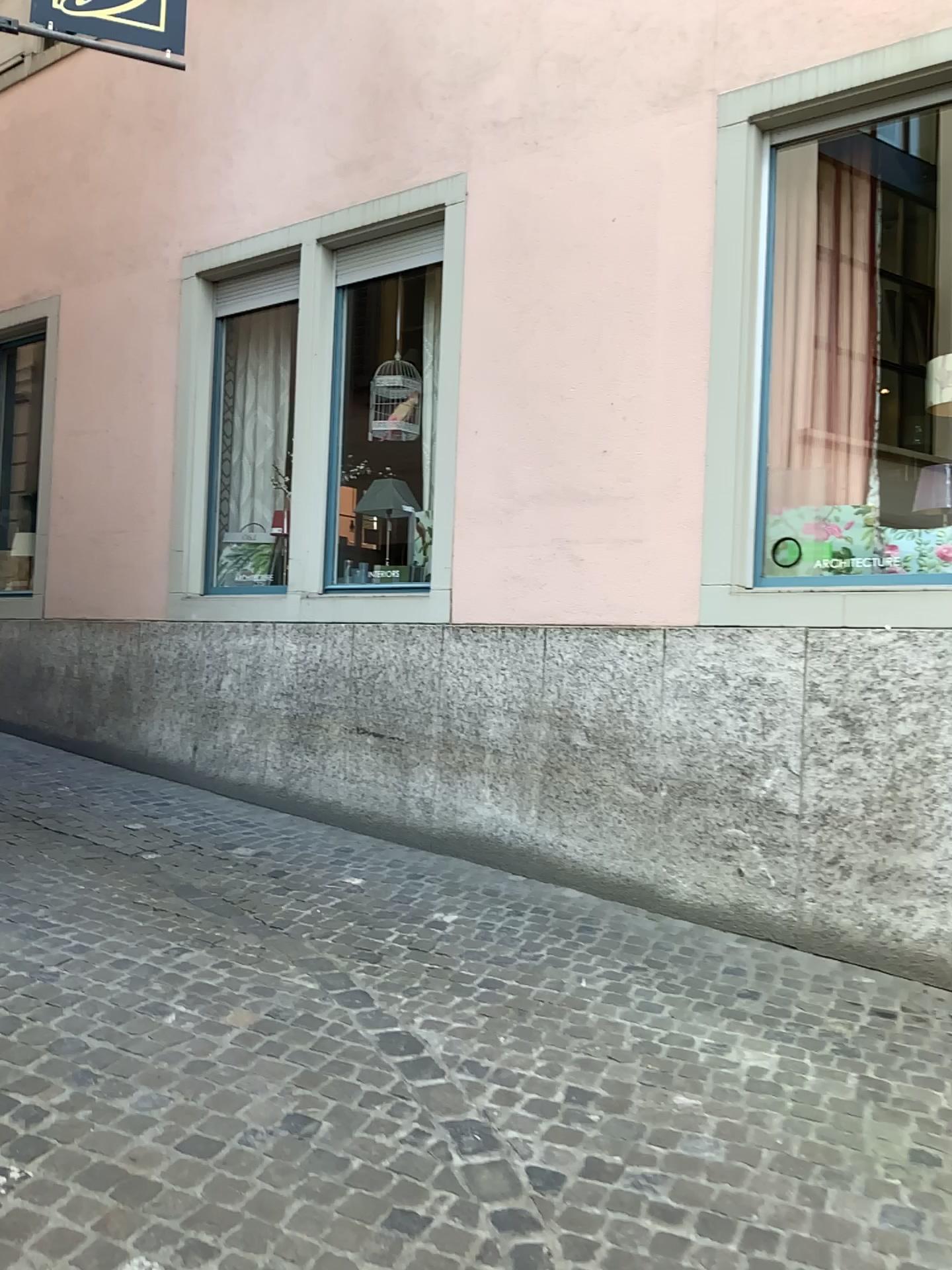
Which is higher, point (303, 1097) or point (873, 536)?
point (873, 536)
